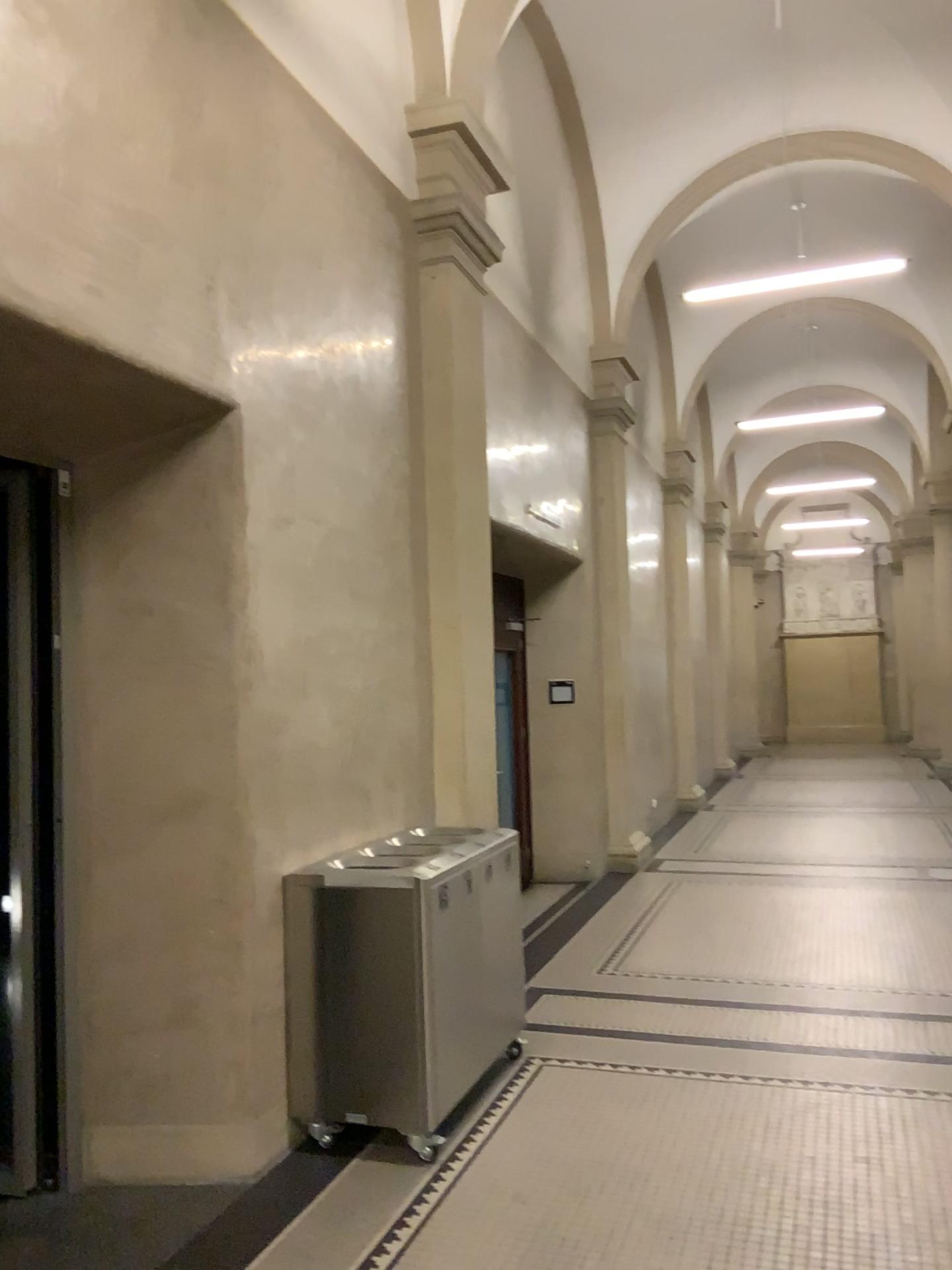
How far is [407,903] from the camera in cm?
376

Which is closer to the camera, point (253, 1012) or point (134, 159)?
point (134, 159)

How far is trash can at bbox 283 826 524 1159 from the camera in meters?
3.8 m
